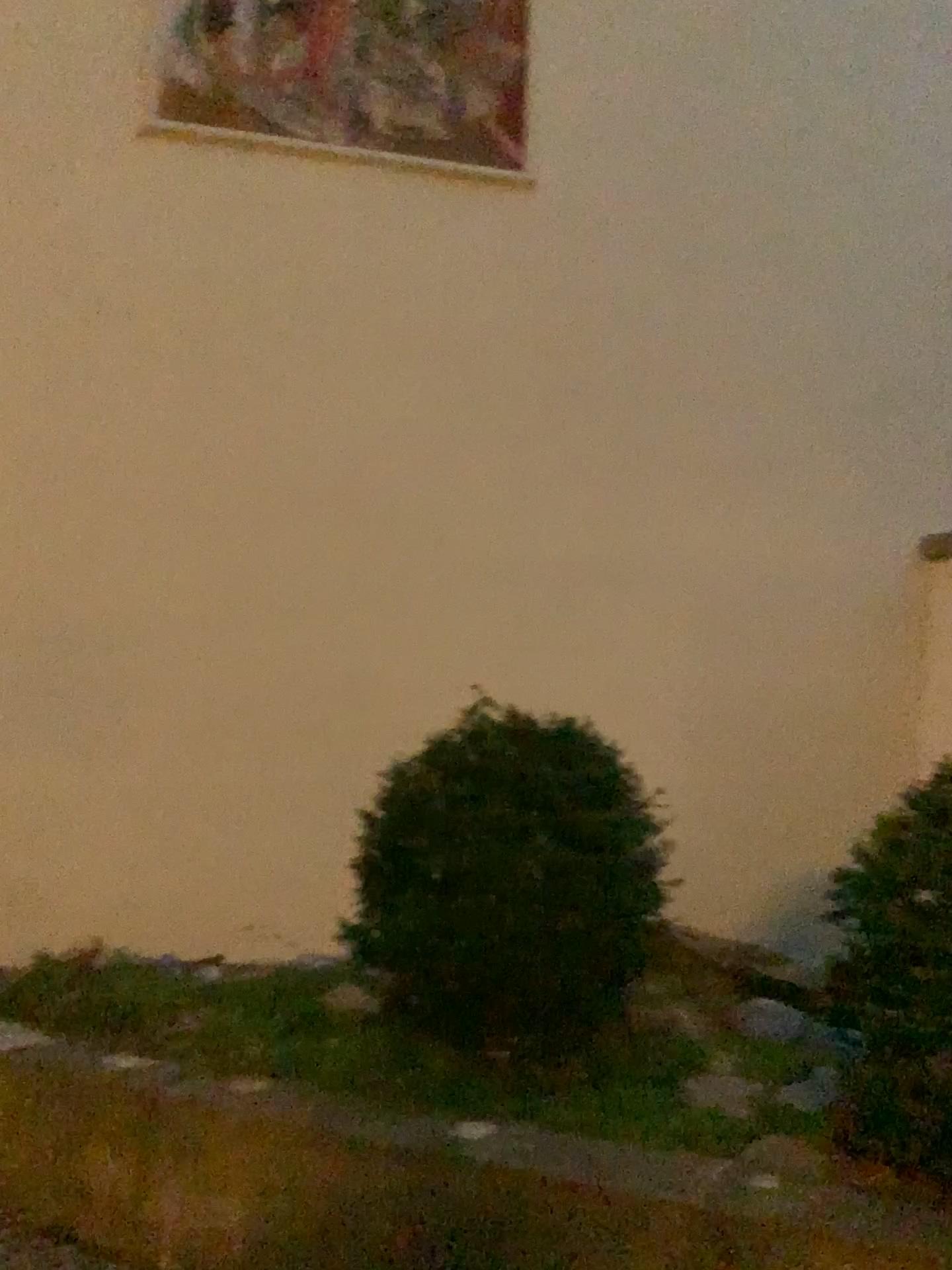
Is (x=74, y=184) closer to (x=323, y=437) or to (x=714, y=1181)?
(x=323, y=437)

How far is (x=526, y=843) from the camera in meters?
2.8

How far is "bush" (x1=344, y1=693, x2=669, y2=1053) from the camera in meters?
2.8
